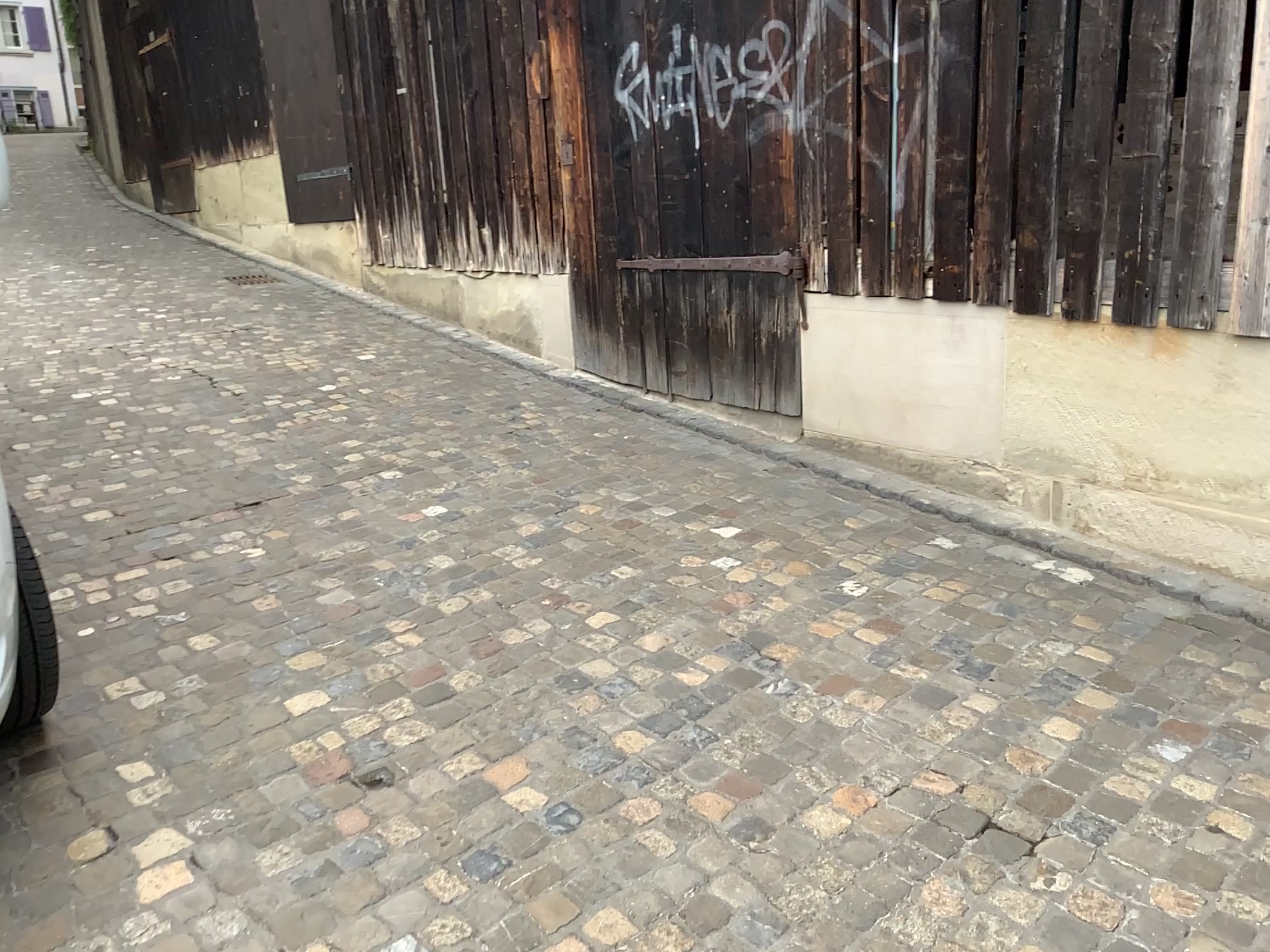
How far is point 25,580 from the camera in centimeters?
242cm

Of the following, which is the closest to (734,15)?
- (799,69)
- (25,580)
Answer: (799,69)

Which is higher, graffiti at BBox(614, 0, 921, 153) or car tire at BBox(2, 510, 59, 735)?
graffiti at BBox(614, 0, 921, 153)

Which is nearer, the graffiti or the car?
the car

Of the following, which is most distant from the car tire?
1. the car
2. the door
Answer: the door

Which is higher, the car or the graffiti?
the graffiti

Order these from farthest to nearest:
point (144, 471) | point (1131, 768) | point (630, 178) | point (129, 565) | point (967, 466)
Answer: point (630, 178) → point (144, 471) → point (967, 466) → point (129, 565) → point (1131, 768)

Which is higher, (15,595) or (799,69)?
(799,69)

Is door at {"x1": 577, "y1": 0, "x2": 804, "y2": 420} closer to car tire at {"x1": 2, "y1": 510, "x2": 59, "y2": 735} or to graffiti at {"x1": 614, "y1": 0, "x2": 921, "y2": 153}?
graffiti at {"x1": 614, "y1": 0, "x2": 921, "y2": 153}

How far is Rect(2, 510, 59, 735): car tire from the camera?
2.4 meters
